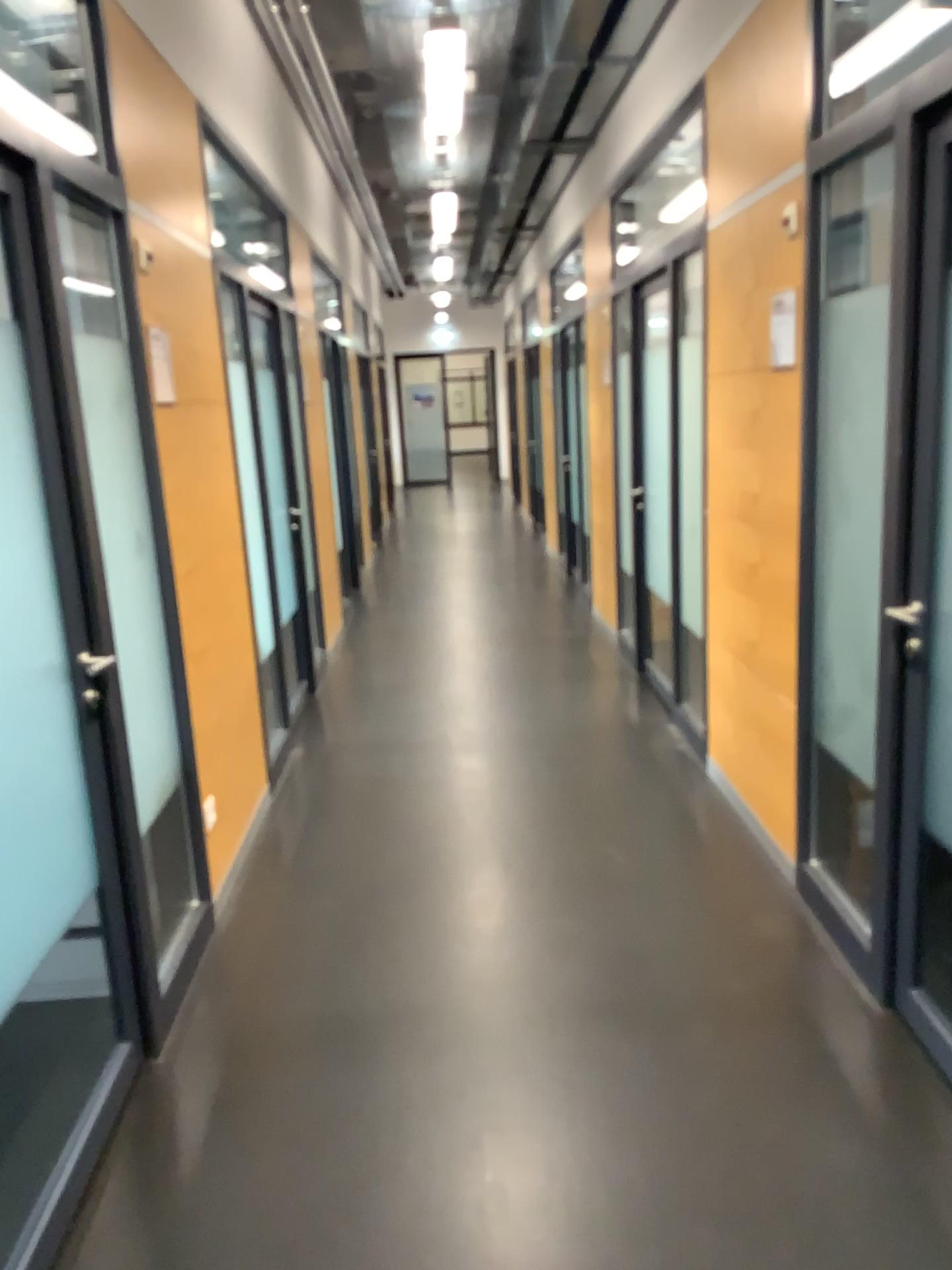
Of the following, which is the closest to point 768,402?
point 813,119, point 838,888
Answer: point 813,119

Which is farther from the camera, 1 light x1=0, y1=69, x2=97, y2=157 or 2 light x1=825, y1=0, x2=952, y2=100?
2 light x1=825, y1=0, x2=952, y2=100

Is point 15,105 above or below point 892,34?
below

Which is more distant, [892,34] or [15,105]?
[892,34]
